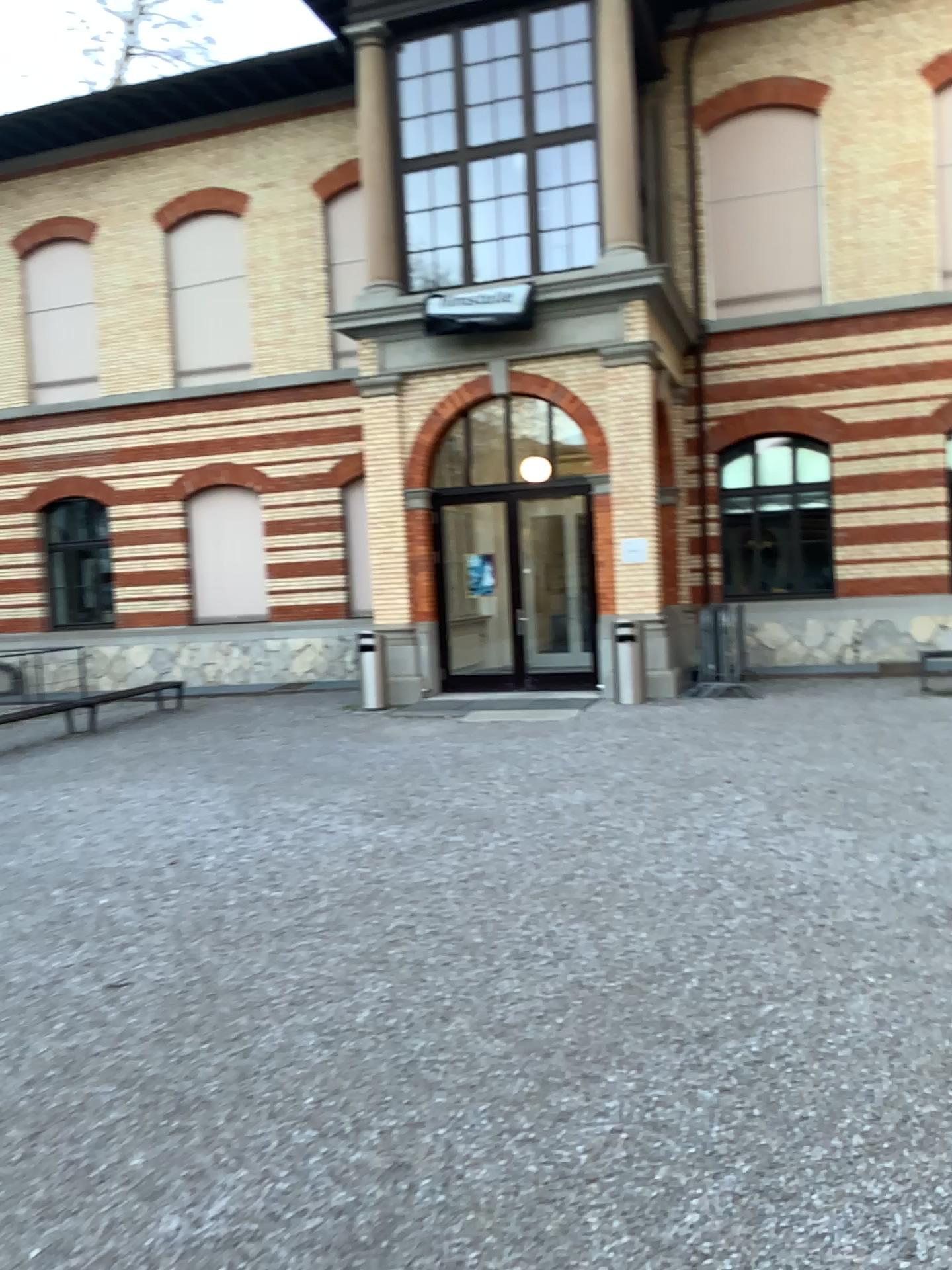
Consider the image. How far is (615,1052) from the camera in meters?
3.6
